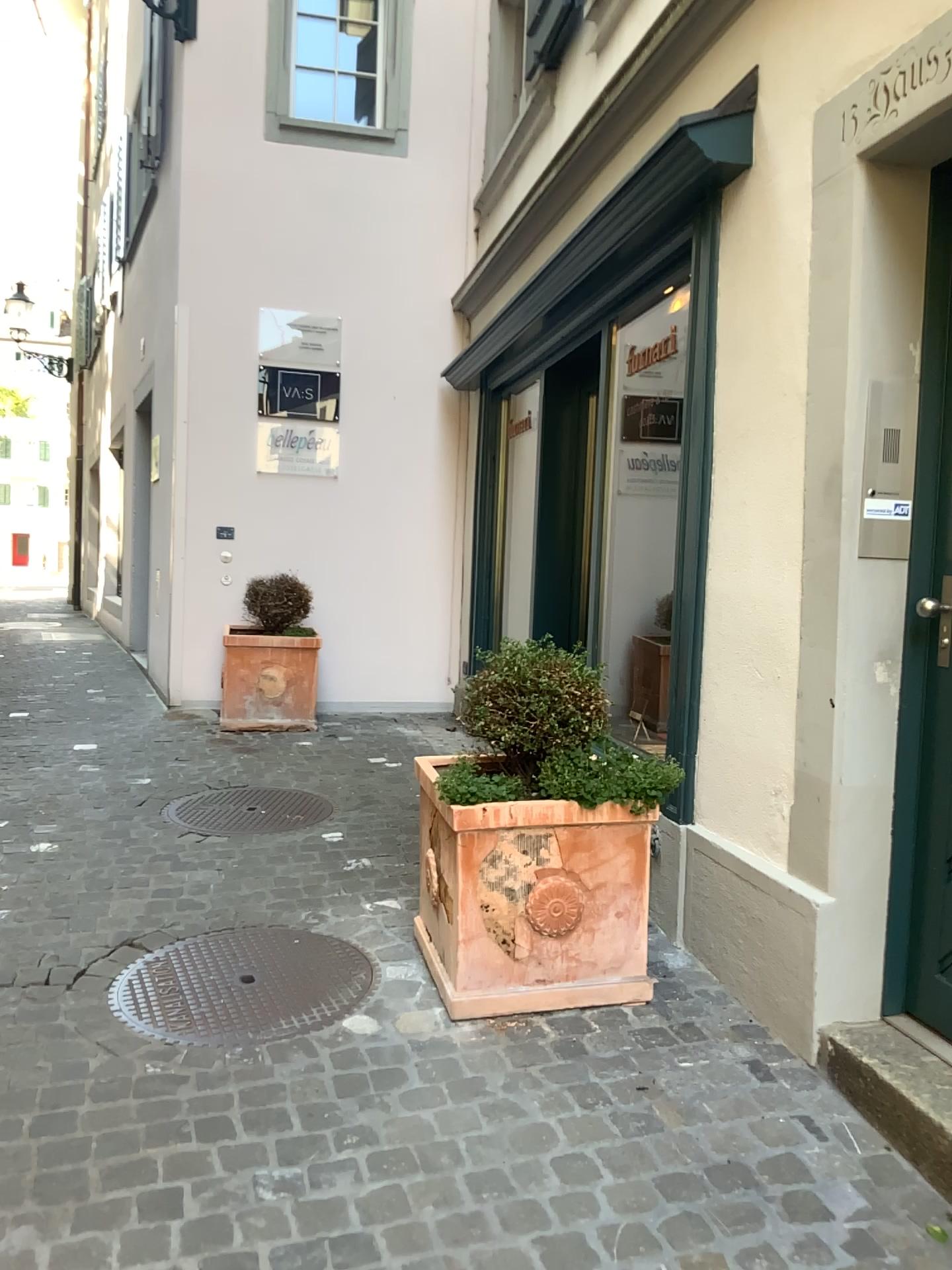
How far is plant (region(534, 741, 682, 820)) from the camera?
2.75m

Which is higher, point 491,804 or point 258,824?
point 491,804

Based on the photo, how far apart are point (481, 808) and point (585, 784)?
0.3 meters

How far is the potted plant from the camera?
2.7 meters

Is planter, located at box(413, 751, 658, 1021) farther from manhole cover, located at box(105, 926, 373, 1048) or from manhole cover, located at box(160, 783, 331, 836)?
manhole cover, located at box(160, 783, 331, 836)

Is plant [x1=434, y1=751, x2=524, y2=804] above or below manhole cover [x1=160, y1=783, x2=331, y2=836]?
above

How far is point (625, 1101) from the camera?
2.4 meters

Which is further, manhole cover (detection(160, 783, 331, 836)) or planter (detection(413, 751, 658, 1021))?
manhole cover (detection(160, 783, 331, 836))

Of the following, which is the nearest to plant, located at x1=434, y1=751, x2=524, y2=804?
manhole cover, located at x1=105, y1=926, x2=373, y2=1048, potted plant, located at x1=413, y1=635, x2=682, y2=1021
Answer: potted plant, located at x1=413, y1=635, x2=682, y2=1021

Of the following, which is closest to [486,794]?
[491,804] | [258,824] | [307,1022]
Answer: [491,804]
